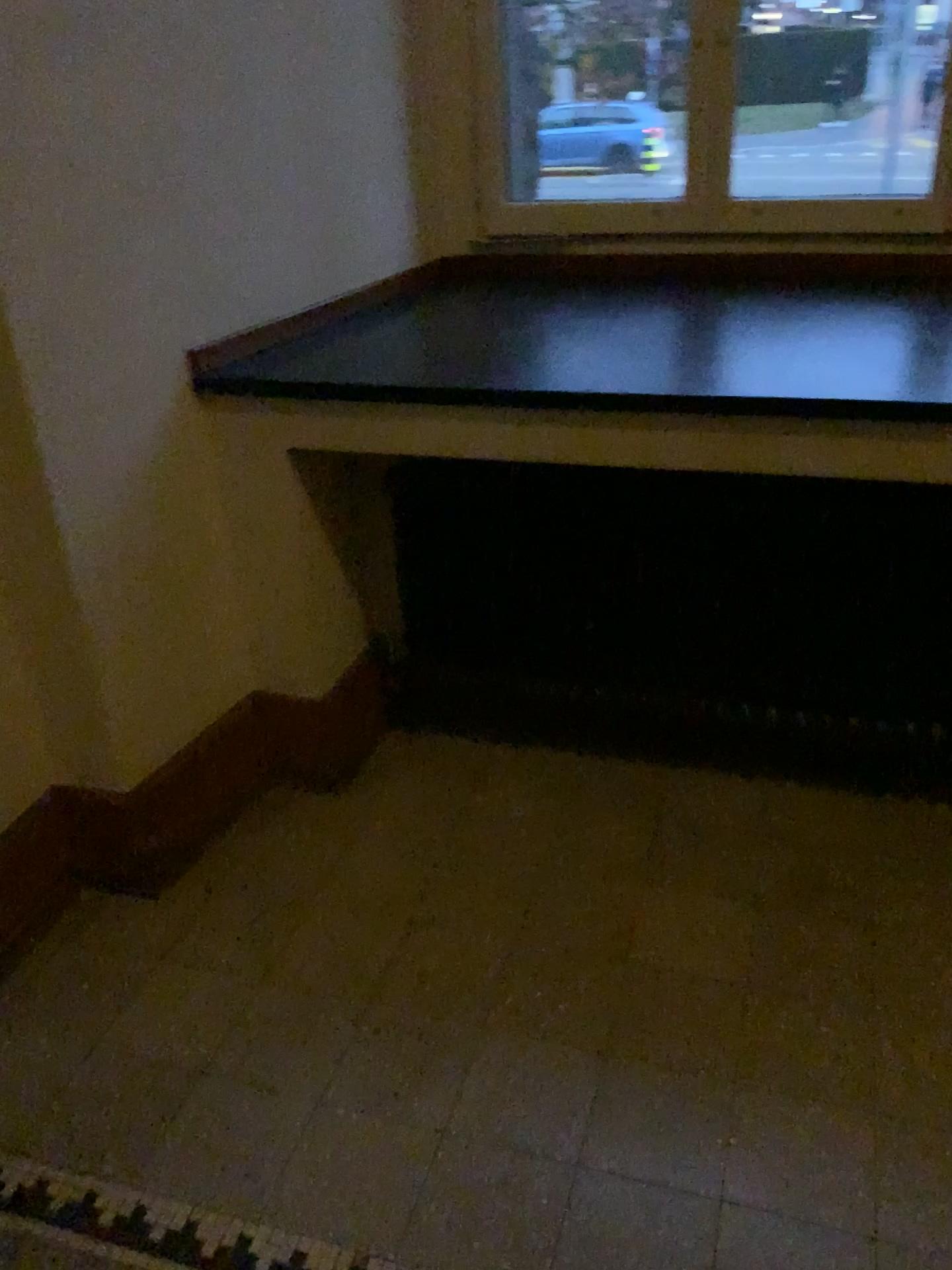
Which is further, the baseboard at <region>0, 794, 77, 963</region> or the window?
the window

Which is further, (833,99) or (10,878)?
(833,99)

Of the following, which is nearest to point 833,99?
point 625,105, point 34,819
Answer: point 625,105

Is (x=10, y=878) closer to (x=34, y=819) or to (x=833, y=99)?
(x=34, y=819)

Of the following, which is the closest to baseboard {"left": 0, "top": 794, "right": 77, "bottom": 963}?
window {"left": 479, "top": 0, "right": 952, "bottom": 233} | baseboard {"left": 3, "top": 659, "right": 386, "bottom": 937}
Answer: baseboard {"left": 3, "top": 659, "right": 386, "bottom": 937}

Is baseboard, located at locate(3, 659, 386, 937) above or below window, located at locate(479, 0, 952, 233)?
below

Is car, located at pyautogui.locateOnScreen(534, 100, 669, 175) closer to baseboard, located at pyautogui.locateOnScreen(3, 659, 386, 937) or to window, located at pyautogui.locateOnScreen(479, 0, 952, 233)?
window, located at pyautogui.locateOnScreen(479, 0, 952, 233)

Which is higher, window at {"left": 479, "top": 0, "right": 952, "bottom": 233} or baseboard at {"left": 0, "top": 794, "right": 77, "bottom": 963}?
window at {"left": 479, "top": 0, "right": 952, "bottom": 233}

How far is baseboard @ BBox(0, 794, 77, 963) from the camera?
1.89m

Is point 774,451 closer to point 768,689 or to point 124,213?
point 768,689
